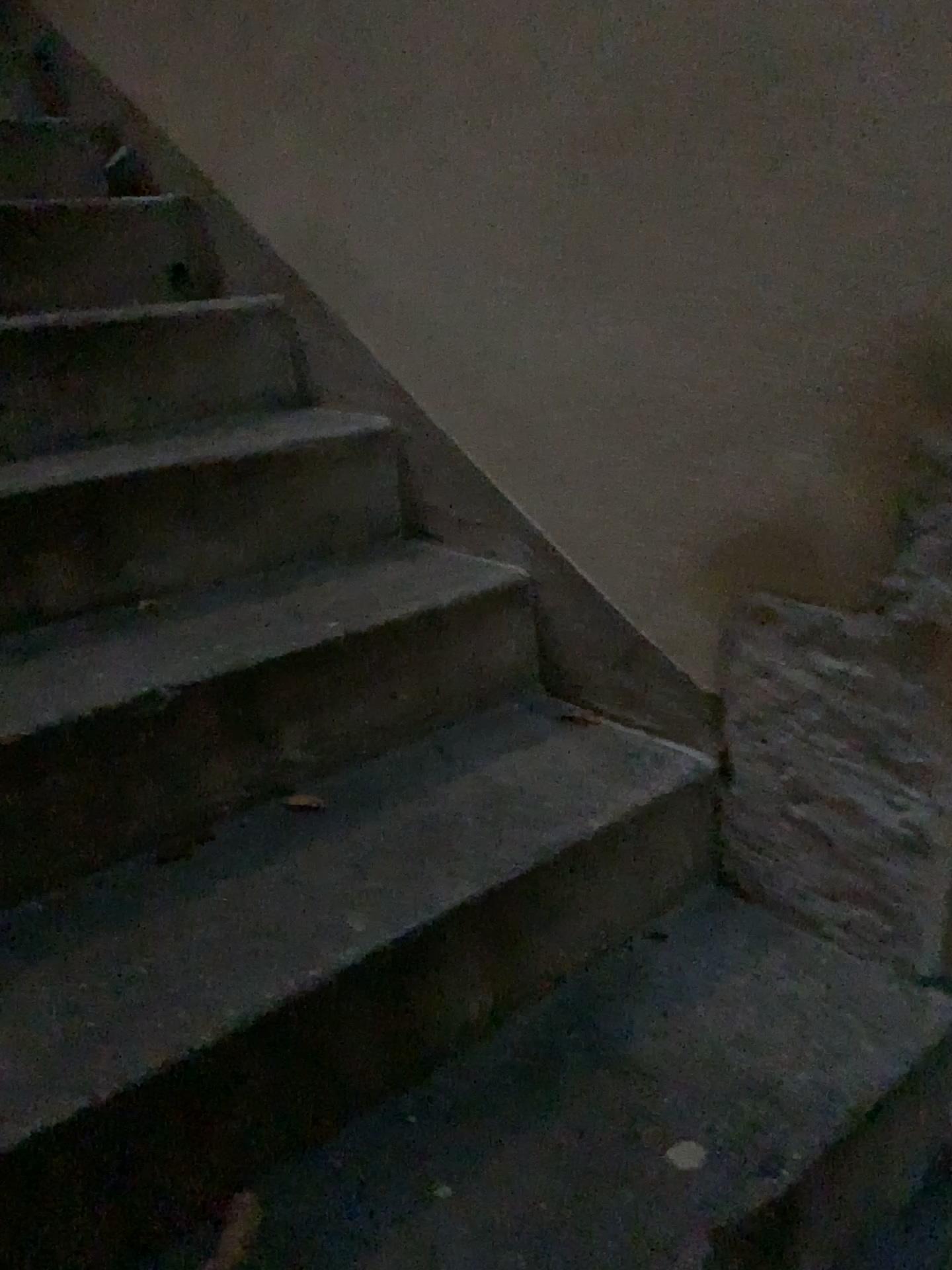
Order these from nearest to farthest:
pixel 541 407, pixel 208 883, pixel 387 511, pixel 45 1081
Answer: pixel 45 1081
pixel 208 883
pixel 541 407
pixel 387 511
